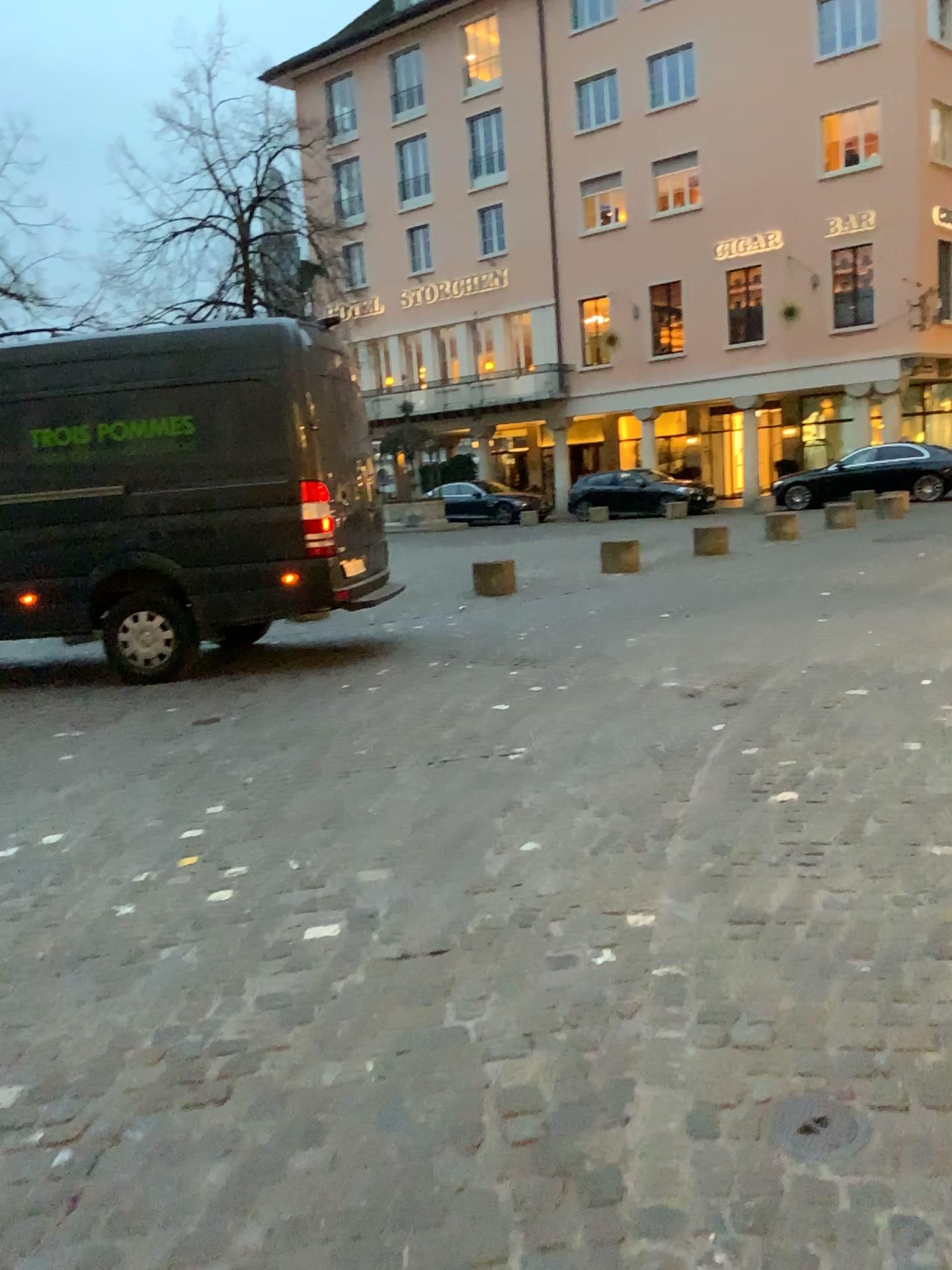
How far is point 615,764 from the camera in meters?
4.8 m

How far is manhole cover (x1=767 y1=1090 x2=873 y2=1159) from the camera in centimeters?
204cm

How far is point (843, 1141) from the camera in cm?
204
